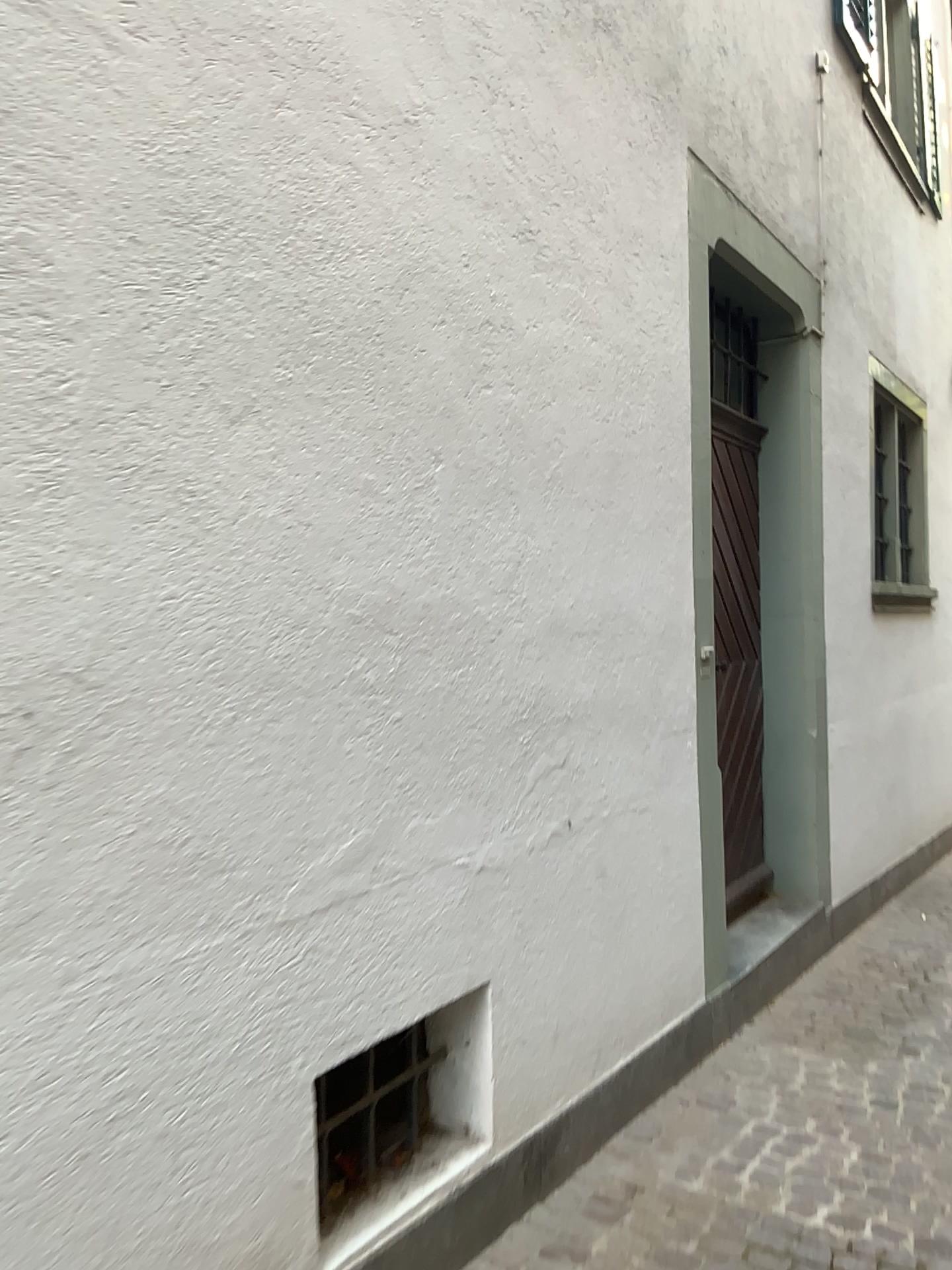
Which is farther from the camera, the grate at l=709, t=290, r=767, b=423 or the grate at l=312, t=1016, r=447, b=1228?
the grate at l=709, t=290, r=767, b=423

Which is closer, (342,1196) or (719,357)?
(342,1196)

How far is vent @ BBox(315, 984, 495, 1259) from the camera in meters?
2.3

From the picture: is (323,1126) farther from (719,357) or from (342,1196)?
(719,357)

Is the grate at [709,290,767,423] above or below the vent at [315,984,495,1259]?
above

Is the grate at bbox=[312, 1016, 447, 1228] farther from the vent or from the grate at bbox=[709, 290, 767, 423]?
the grate at bbox=[709, 290, 767, 423]

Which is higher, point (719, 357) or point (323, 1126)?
point (719, 357)

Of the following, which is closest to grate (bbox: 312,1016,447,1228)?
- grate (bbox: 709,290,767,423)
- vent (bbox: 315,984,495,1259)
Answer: vent (bbox: 315,984,495,1259)

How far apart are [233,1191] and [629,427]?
2.3 meters

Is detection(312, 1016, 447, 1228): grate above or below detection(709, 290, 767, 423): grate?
below
